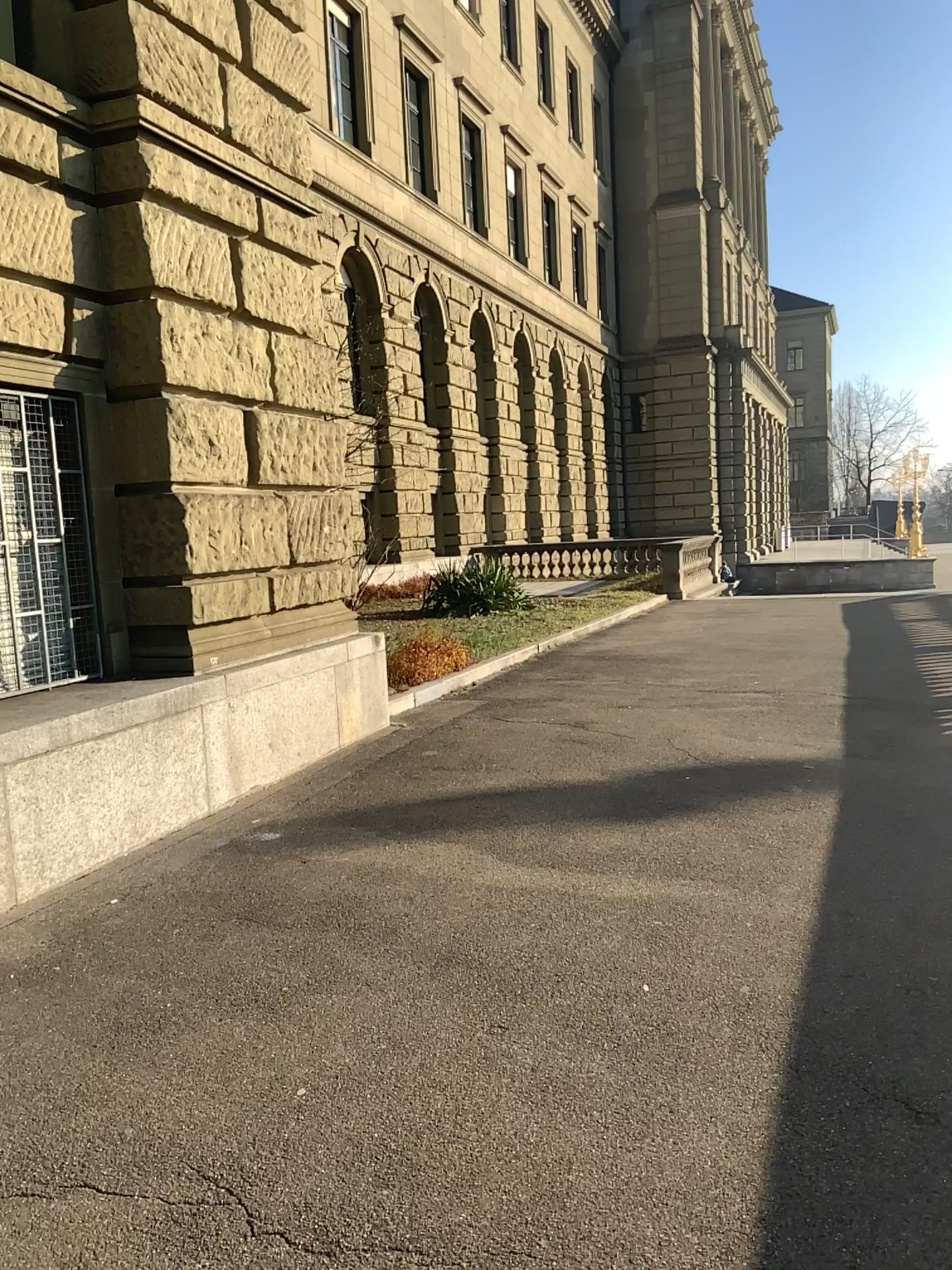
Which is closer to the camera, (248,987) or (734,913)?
(248,987)
